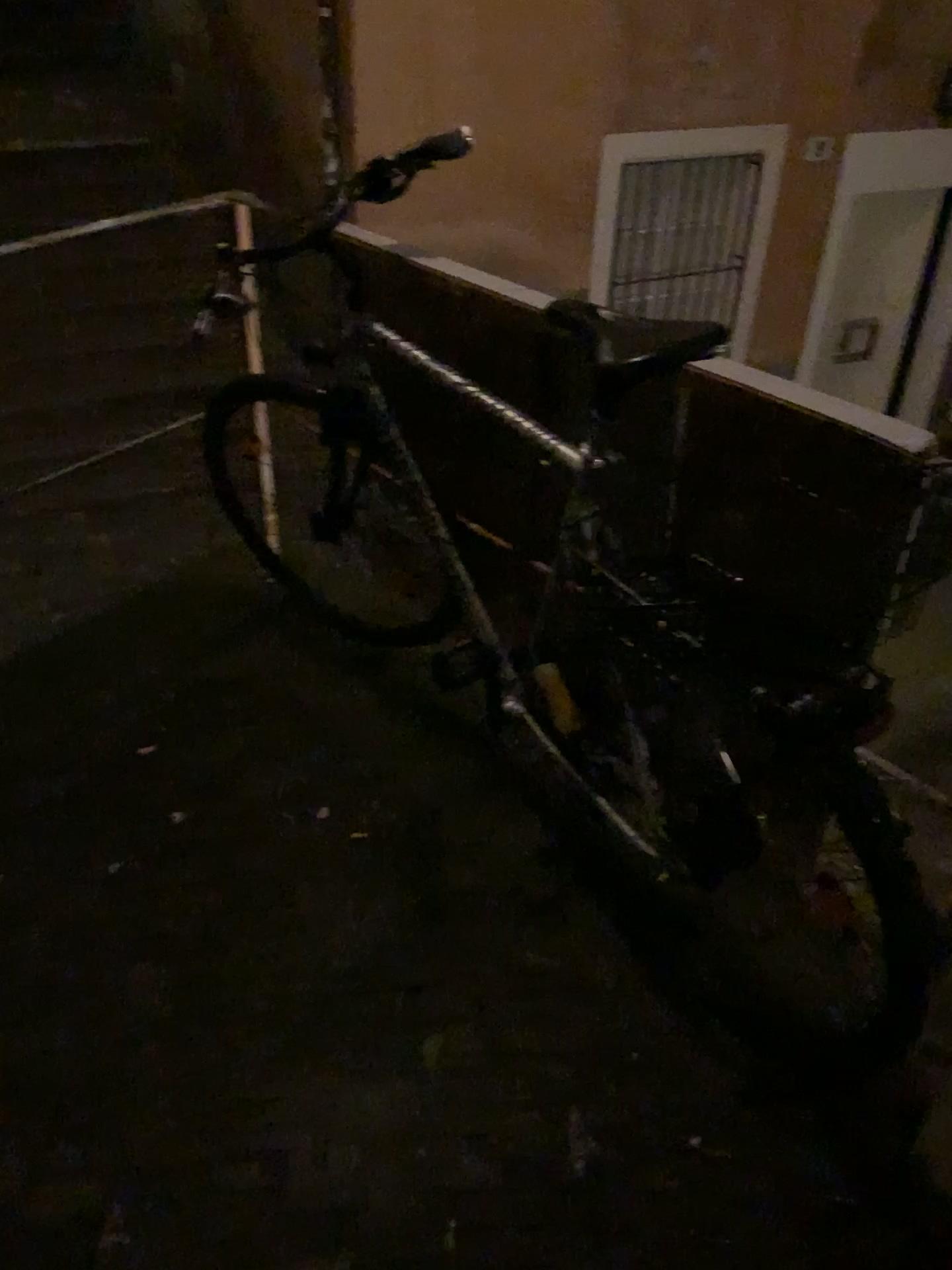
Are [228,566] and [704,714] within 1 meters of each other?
no
